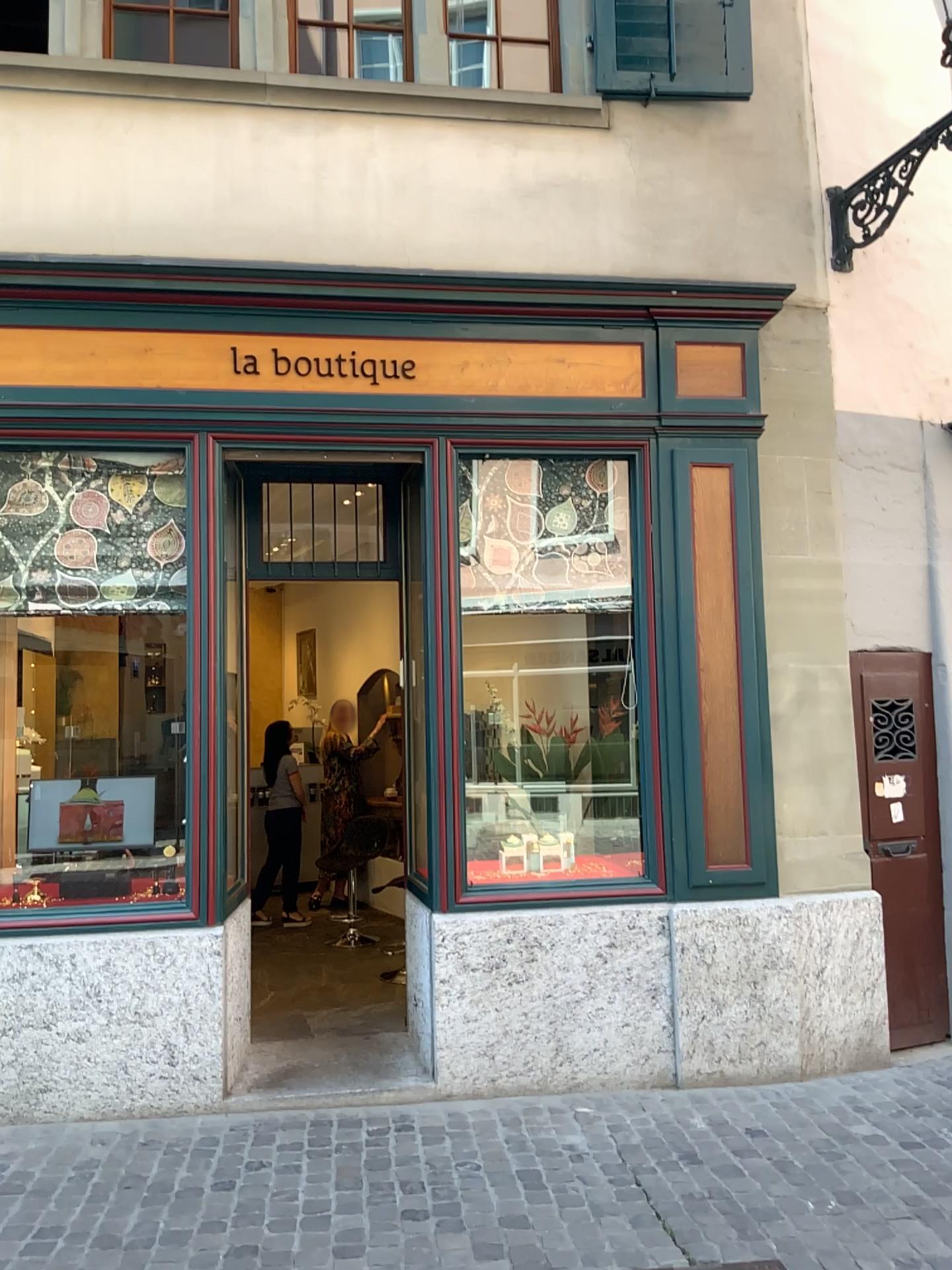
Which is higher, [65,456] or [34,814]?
[65,456]

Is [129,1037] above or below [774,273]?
below

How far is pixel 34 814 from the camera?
4.7 meters

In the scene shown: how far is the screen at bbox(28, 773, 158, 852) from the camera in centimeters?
471cm
